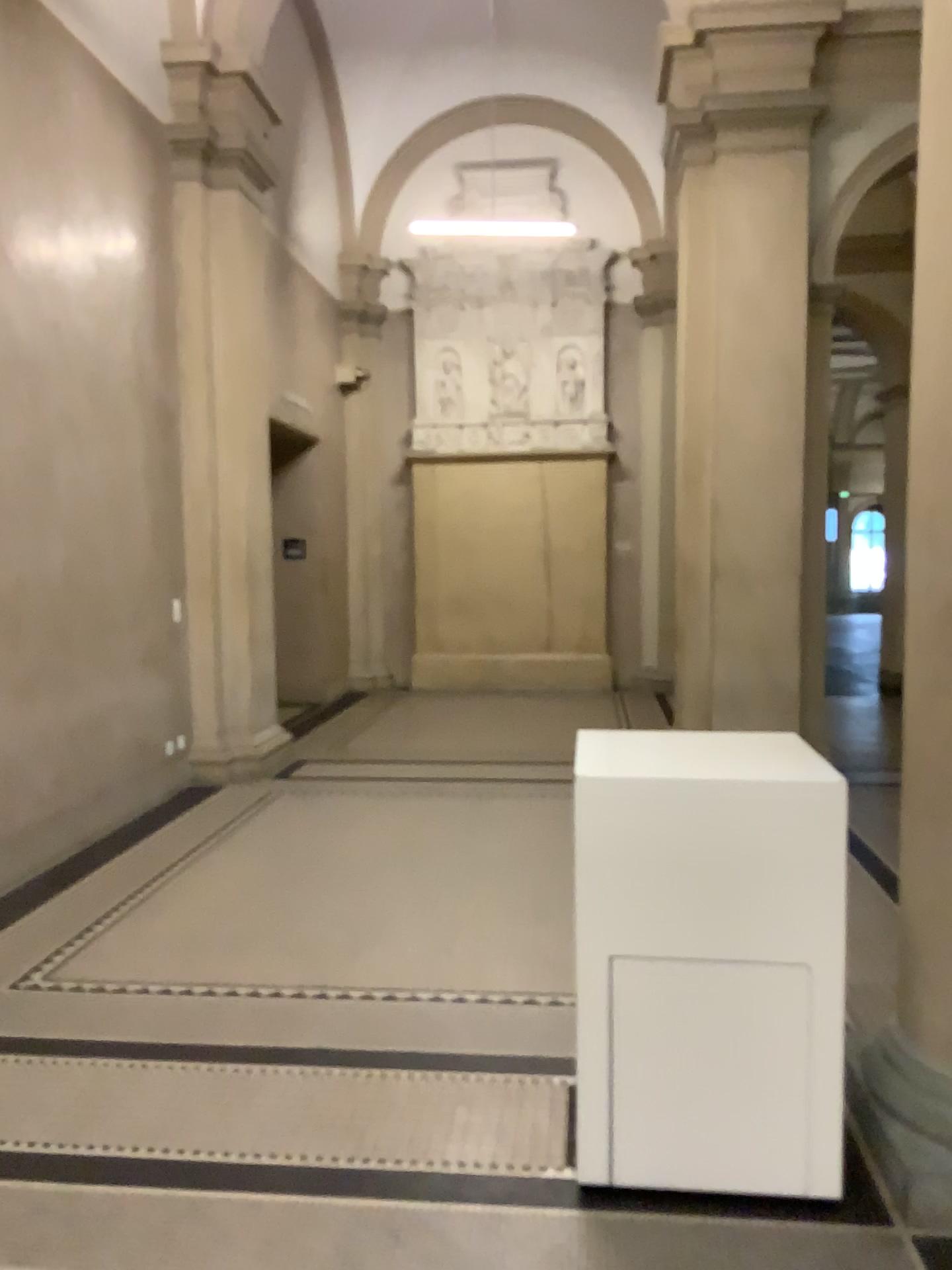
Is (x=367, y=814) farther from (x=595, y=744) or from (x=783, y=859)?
(x=783, y=859)
